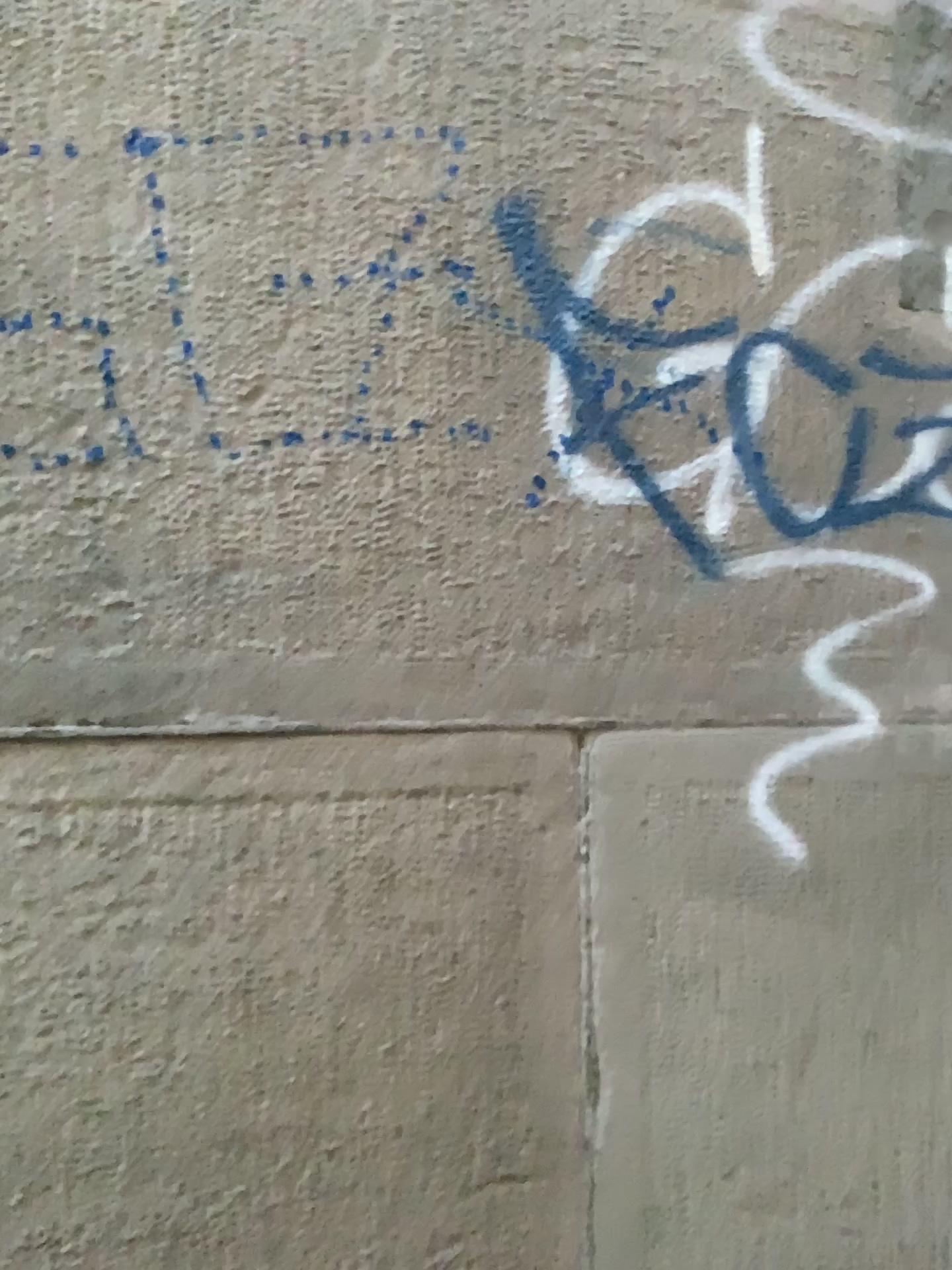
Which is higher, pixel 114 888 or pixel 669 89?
pixel 669 89
